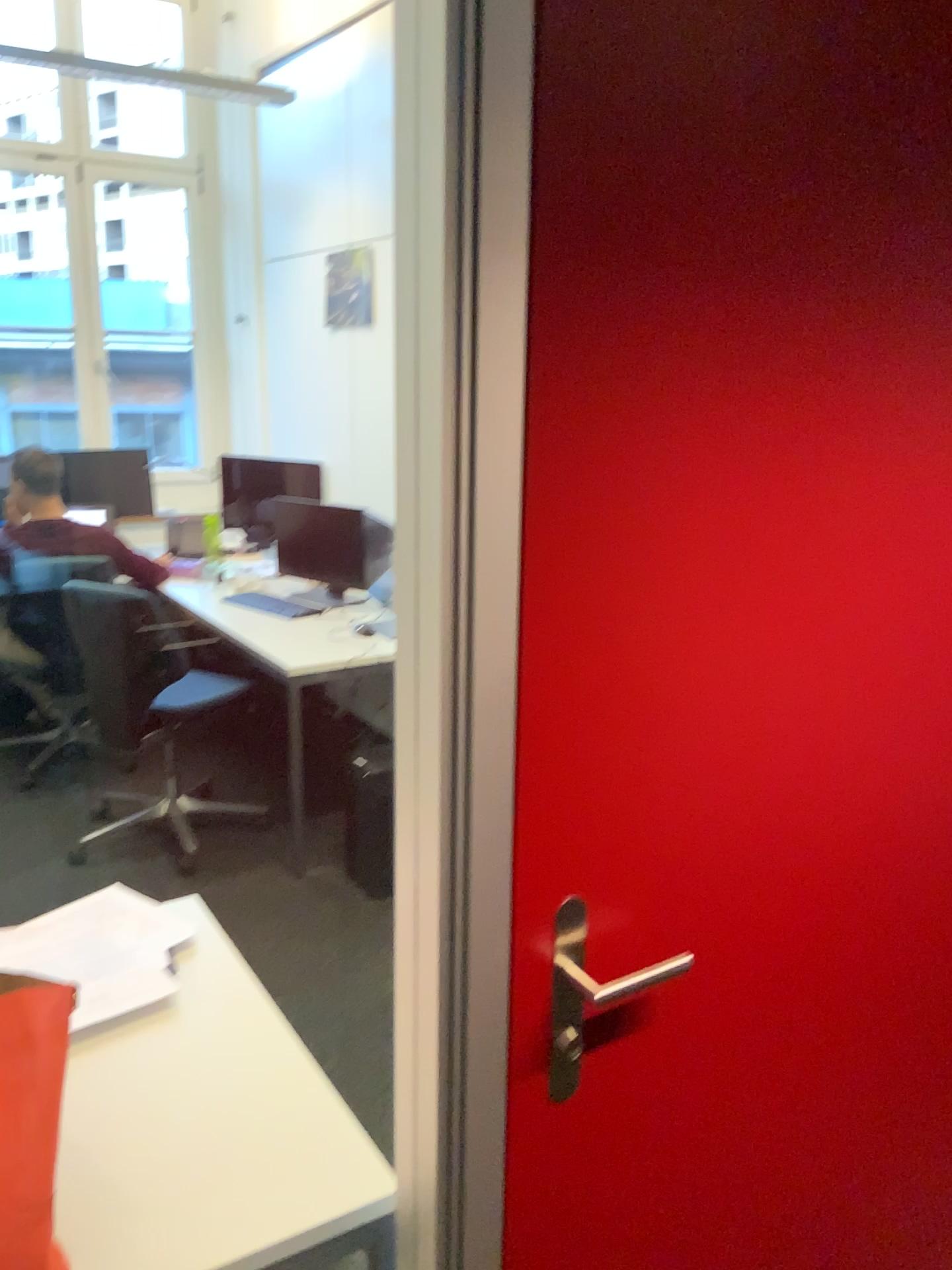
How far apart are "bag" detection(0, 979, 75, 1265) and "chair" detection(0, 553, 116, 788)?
3.1 meters

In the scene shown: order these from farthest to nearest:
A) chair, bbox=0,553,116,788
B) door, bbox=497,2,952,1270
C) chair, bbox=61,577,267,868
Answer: chair, bbox=0,553,116,788 → chair, bbox=61,577,267,868 → door, bbox=497,2,952,1270

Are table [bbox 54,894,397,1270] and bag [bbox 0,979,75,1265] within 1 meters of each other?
yes

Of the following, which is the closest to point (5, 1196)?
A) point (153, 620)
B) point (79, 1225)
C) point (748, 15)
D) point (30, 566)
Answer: point (79, 1225)

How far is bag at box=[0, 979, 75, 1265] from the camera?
1.04m

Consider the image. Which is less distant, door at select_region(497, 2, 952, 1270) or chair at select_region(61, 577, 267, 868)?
door at select_region(497, 2, 952, 1270)

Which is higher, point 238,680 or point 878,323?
point 878,323

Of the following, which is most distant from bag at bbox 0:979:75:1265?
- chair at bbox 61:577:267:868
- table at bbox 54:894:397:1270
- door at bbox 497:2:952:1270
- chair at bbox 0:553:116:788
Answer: chair at bbox 0:553:116:788

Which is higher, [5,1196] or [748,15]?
[748,15]

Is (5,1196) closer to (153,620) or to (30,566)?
(153,620)
